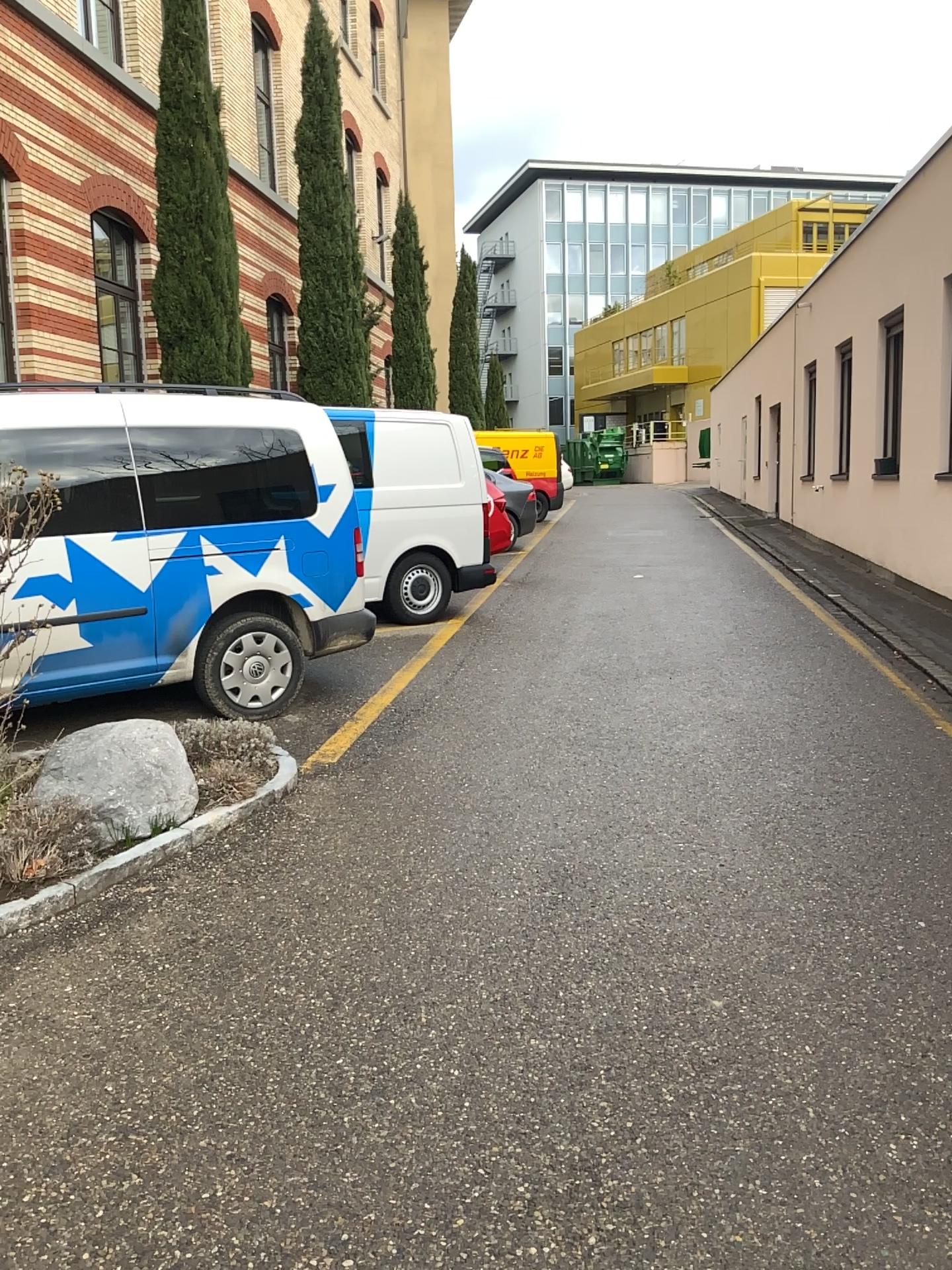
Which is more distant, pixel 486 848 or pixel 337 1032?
pixel 486 848

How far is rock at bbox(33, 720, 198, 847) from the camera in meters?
3.9 m

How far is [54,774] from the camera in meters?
3.9 m
